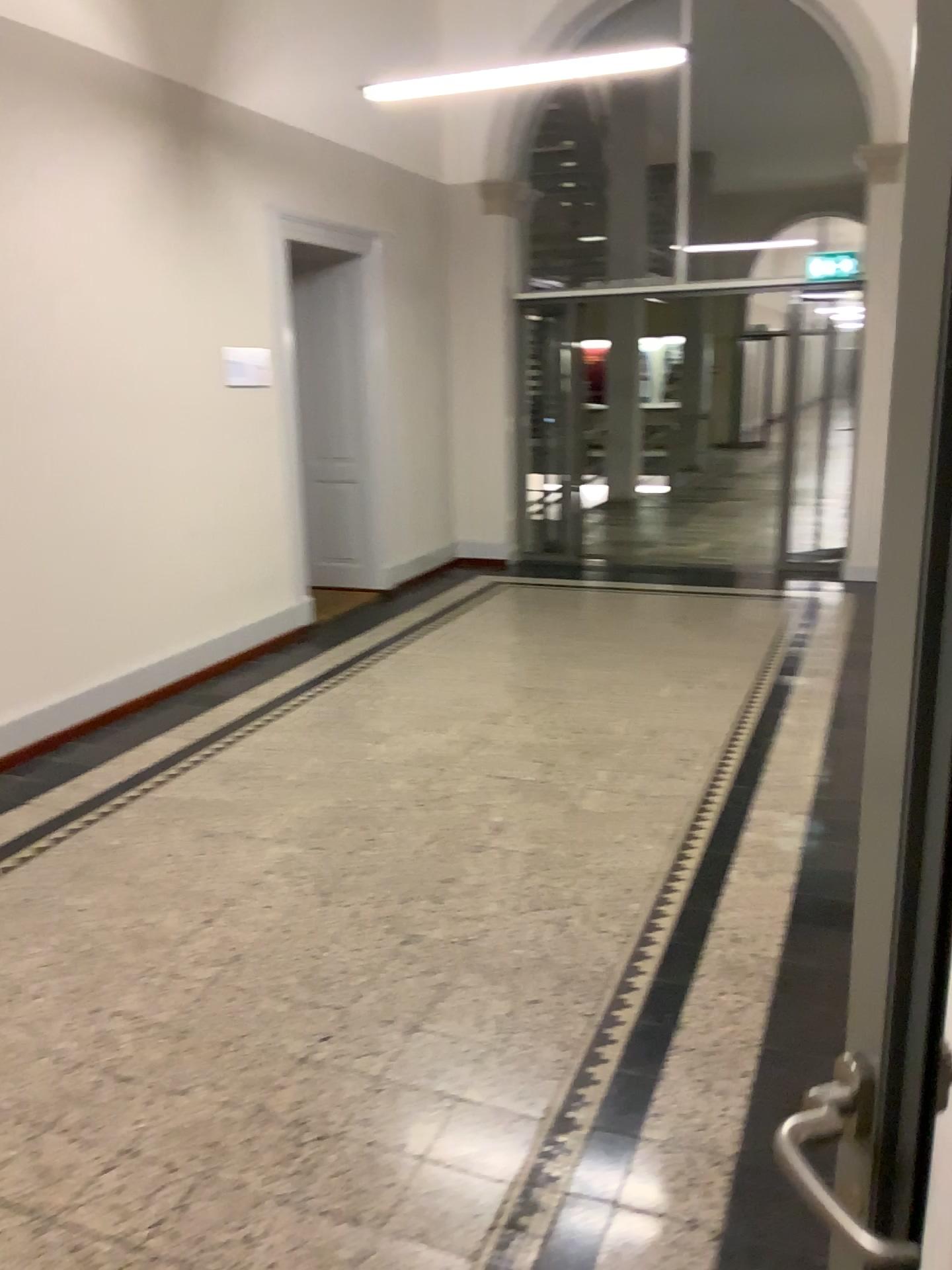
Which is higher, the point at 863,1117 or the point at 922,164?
the point at 922,164

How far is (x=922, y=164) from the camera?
0.6m

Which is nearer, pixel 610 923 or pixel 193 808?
pixel 610 923

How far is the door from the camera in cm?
65
